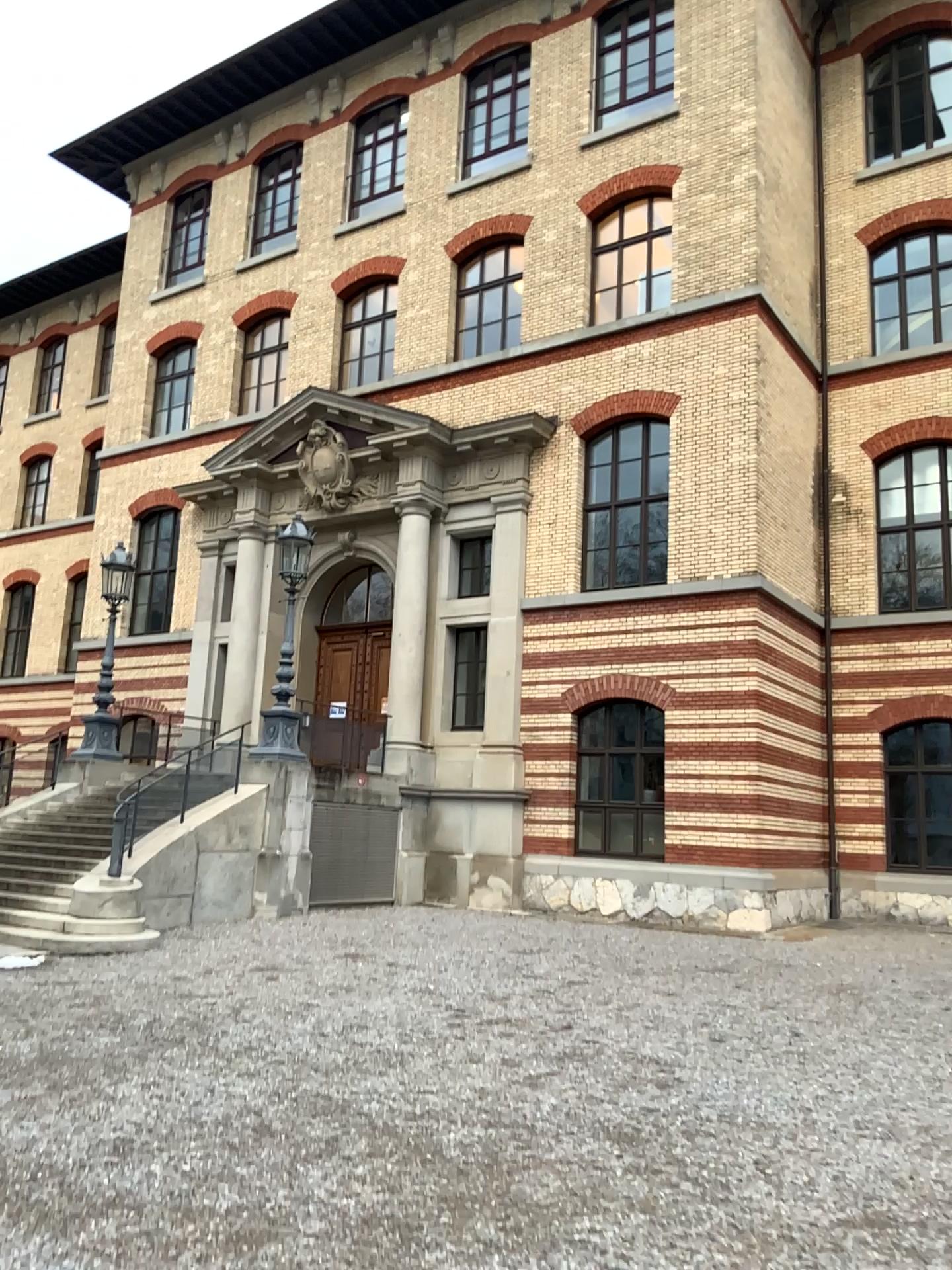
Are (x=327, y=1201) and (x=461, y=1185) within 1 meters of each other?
yes
